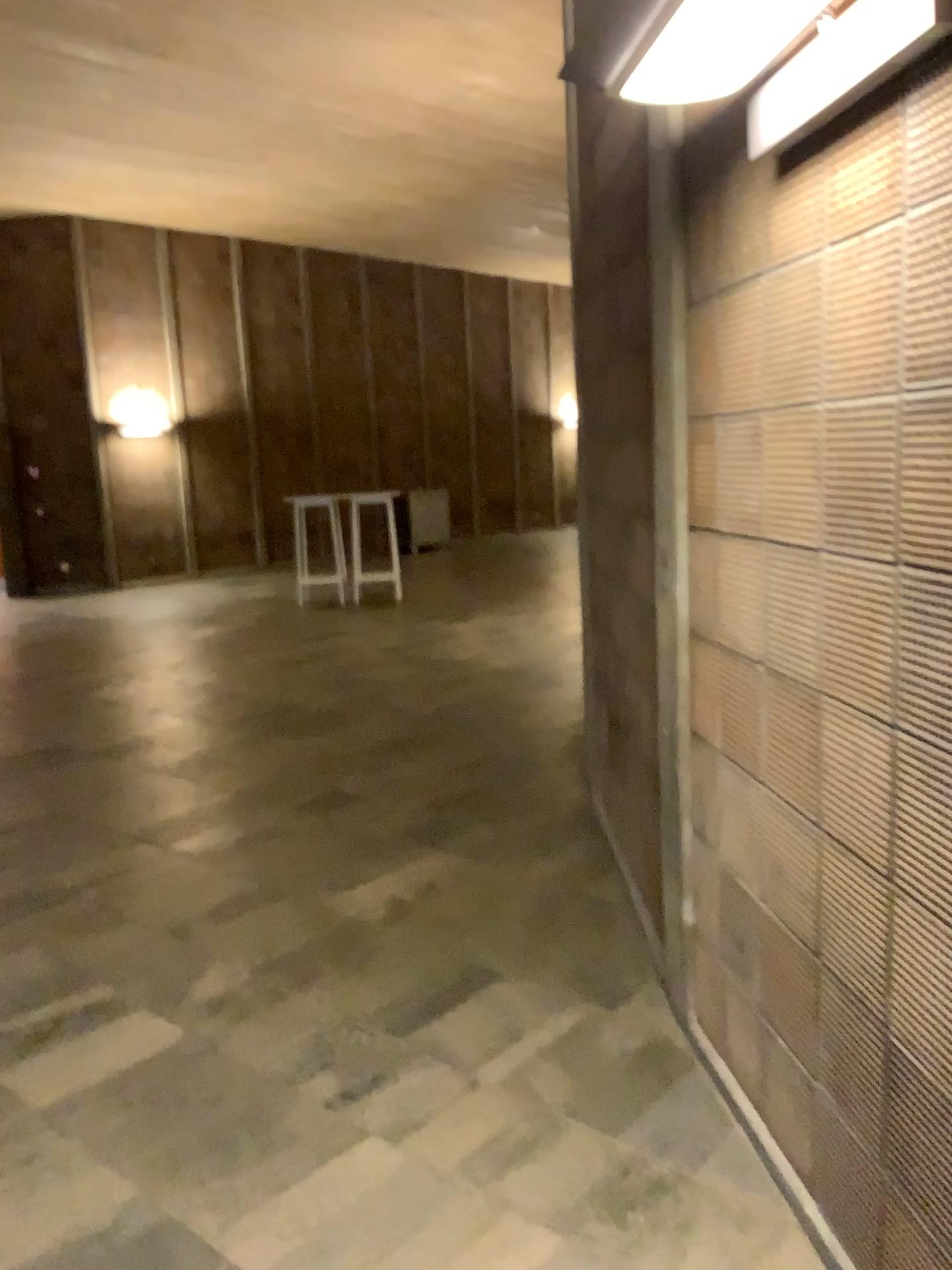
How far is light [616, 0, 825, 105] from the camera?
1.50m

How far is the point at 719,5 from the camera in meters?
1.5

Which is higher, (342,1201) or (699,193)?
(699,193)
